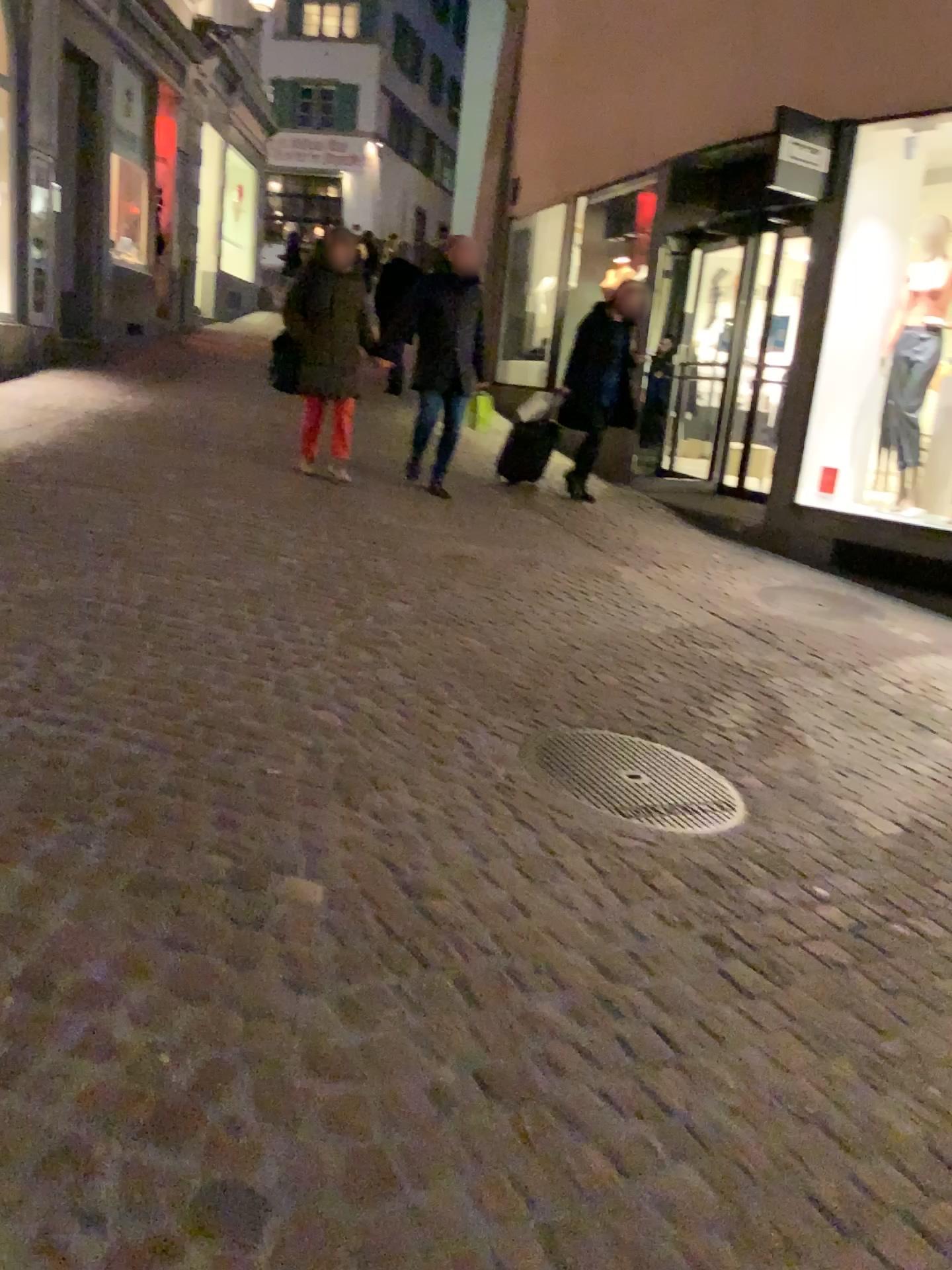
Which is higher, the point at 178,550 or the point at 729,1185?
the point at 178,550
